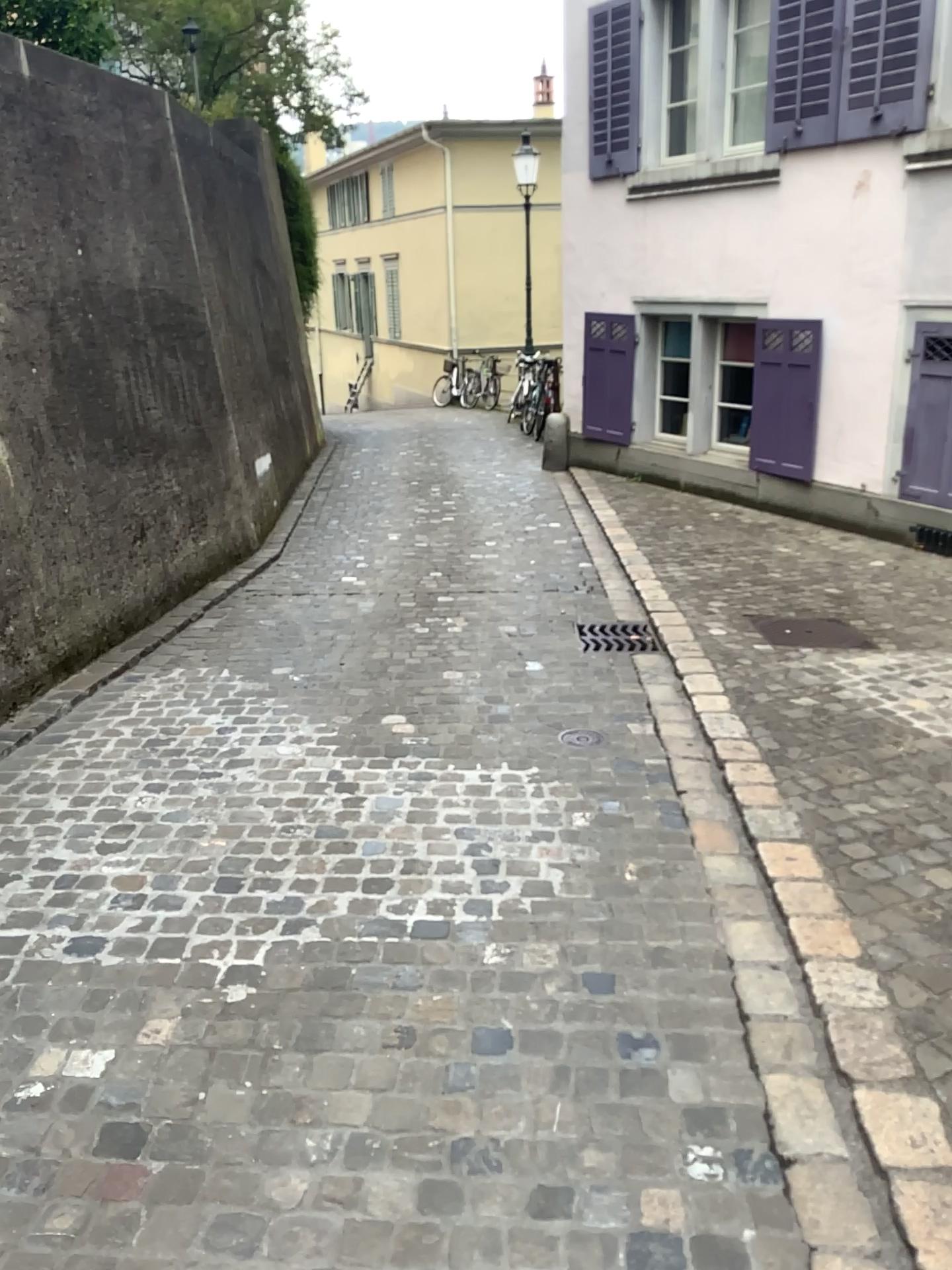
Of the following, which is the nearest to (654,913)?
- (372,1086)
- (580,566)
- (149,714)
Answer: (372,1086)

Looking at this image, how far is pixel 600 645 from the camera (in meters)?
4.95

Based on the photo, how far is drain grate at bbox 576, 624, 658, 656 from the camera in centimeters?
495cm
